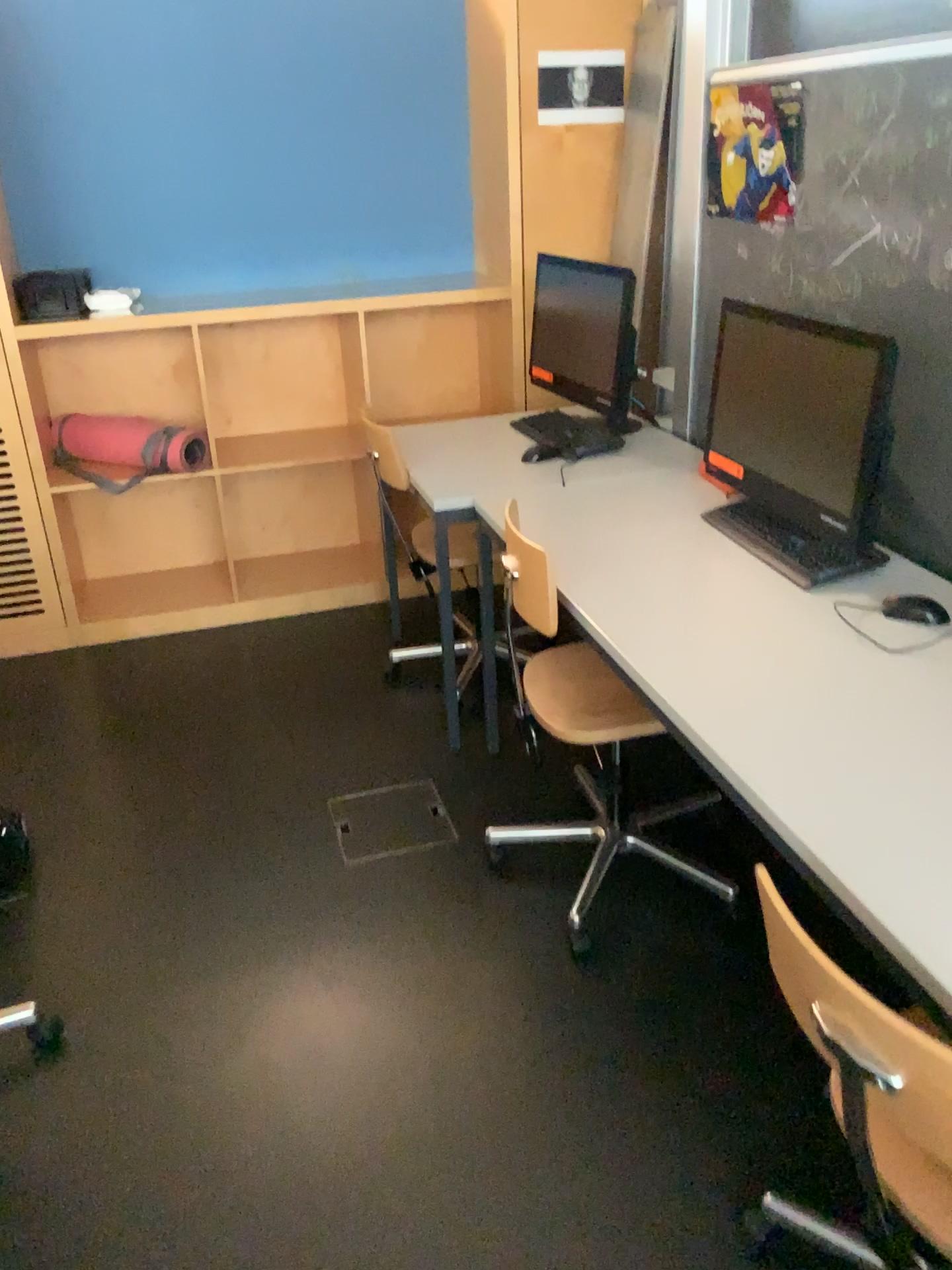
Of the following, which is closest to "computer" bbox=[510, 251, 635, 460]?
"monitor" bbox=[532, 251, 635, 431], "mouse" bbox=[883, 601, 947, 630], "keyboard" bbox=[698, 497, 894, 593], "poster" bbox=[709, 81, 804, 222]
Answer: "monitor" bbox=[532, 251, 635, 431]

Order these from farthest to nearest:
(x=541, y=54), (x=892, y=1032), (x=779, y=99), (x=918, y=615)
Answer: (x=541, y=54)
(x=779, y=99)
(x=918, y=615)
(x=892, y=1032)

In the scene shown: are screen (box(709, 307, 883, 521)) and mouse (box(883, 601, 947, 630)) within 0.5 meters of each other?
yes

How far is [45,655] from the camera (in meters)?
3.59

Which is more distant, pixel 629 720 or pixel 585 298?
pixel 585 298

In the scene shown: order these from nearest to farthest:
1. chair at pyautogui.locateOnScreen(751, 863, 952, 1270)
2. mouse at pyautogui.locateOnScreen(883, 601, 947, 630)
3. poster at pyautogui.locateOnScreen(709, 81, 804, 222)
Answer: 1. chair at pyautogui.locateOnScreen(751, 863, 952, 1270)
2. mouse at pyautogui.locateOnScreen(883, 601, 947, 630)
3. poster at pyautogui.locateOnScreen(709, 81, 804, 222)

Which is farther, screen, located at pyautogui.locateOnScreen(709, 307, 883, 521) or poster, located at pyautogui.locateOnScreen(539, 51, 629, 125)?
poster, located at pyautogui.locateOnScreen(539, 51, 629, 125)

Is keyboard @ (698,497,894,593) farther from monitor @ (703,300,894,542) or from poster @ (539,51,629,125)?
poster @ (539,51,629,125)

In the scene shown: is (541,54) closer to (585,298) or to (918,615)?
(585,298)

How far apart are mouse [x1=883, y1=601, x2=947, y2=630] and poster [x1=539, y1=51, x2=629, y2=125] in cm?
222
